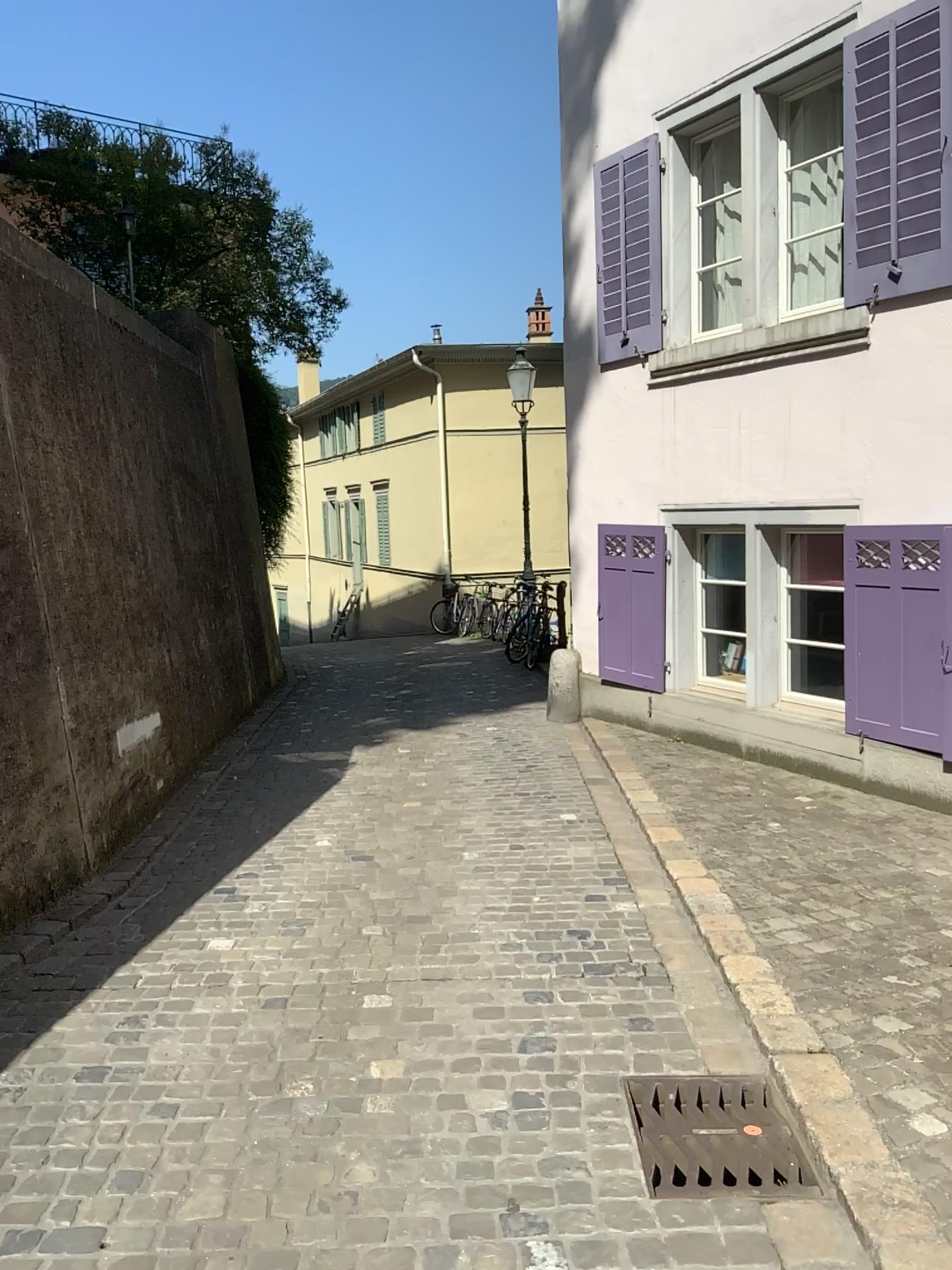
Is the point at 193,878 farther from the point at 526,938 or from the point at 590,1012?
the point at 590,1012
